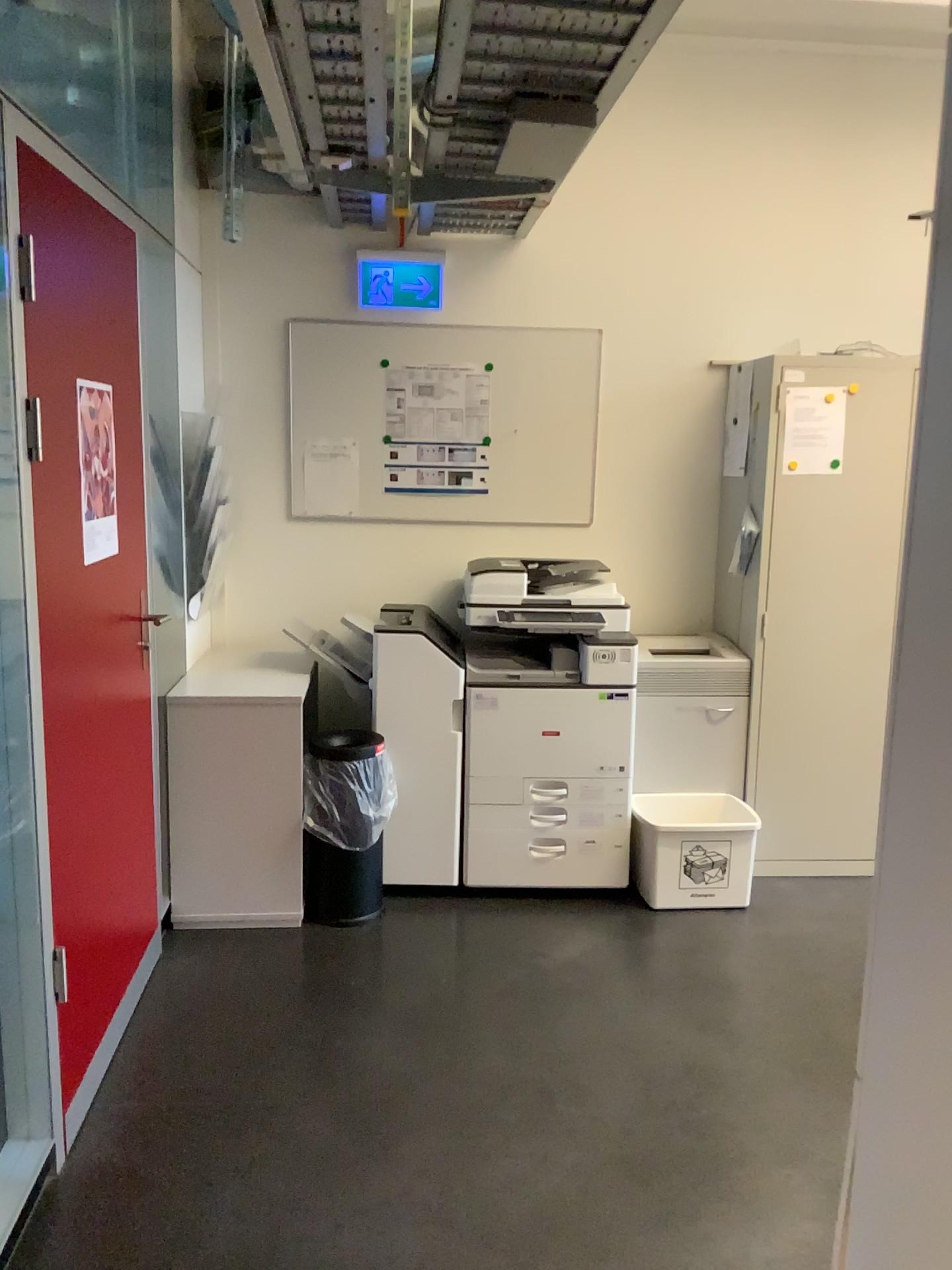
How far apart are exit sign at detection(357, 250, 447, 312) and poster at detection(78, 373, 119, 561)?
1.6 meters

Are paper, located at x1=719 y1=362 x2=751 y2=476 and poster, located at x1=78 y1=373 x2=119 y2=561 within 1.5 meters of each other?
no

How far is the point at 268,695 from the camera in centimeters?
332cm

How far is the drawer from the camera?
3.6 meters

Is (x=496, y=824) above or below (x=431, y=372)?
below

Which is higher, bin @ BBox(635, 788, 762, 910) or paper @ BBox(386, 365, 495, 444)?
paper @ BBox(386, 365, 495, 444)

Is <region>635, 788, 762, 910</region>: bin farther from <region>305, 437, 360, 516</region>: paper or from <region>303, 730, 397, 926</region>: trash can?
<region>305, 437, 360, 516</region>: paper

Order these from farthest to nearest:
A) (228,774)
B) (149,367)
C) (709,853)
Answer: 1. (709,853)
2. (228,774)
3. (149,367)

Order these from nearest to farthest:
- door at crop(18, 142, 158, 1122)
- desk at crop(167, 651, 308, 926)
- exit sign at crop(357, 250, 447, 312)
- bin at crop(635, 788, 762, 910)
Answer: door at crop(18, 142, 158, 1122), desk at crop(167, 651, 308, 926), bin at crop(635, 788, 762, 910), exit sign at crop(357, 250, 447, 312)

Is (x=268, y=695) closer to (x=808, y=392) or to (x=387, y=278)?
(x=387, y=278)
